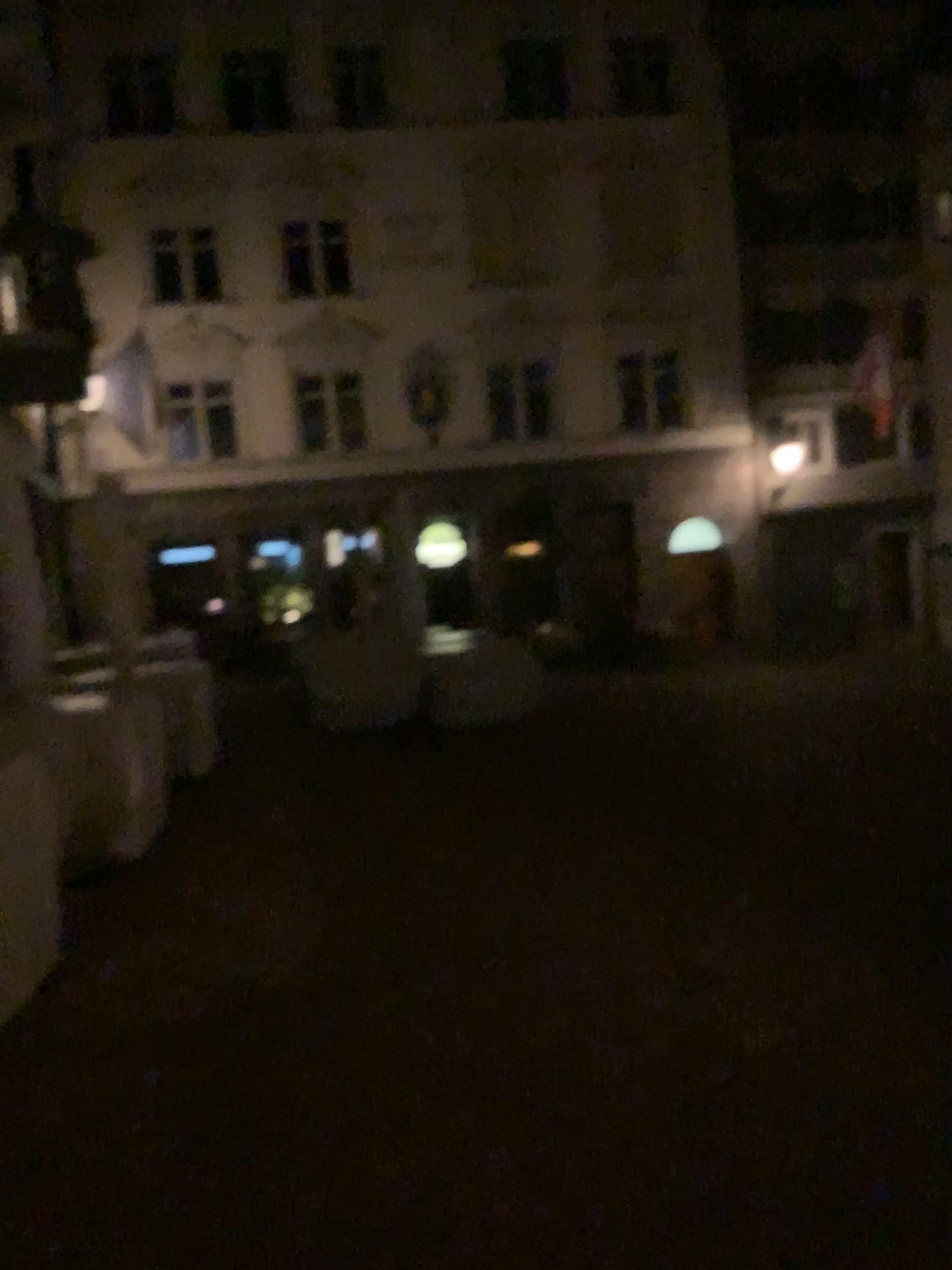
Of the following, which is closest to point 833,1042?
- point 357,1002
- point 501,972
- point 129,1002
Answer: point 501,972
